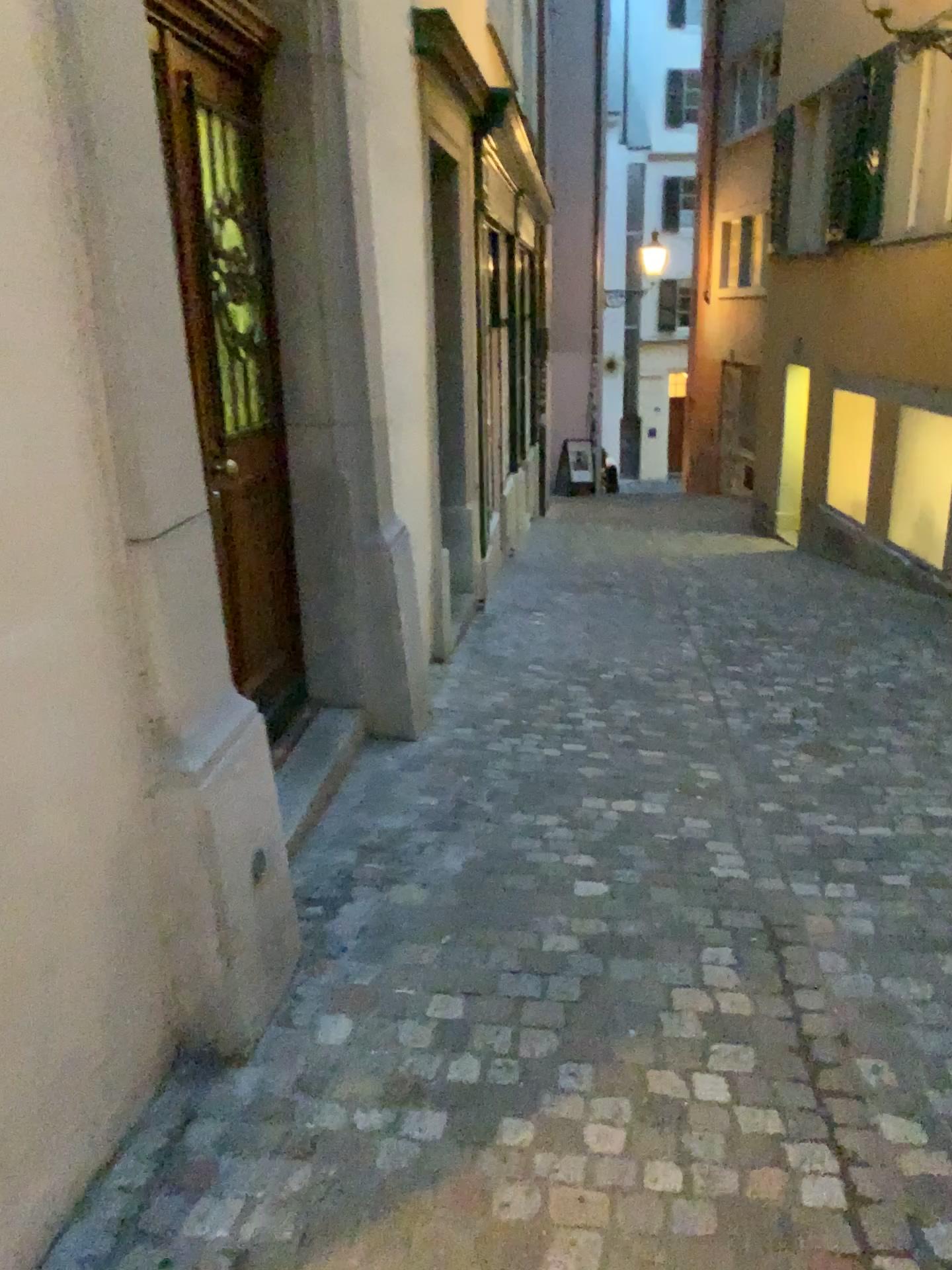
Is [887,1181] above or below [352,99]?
below
